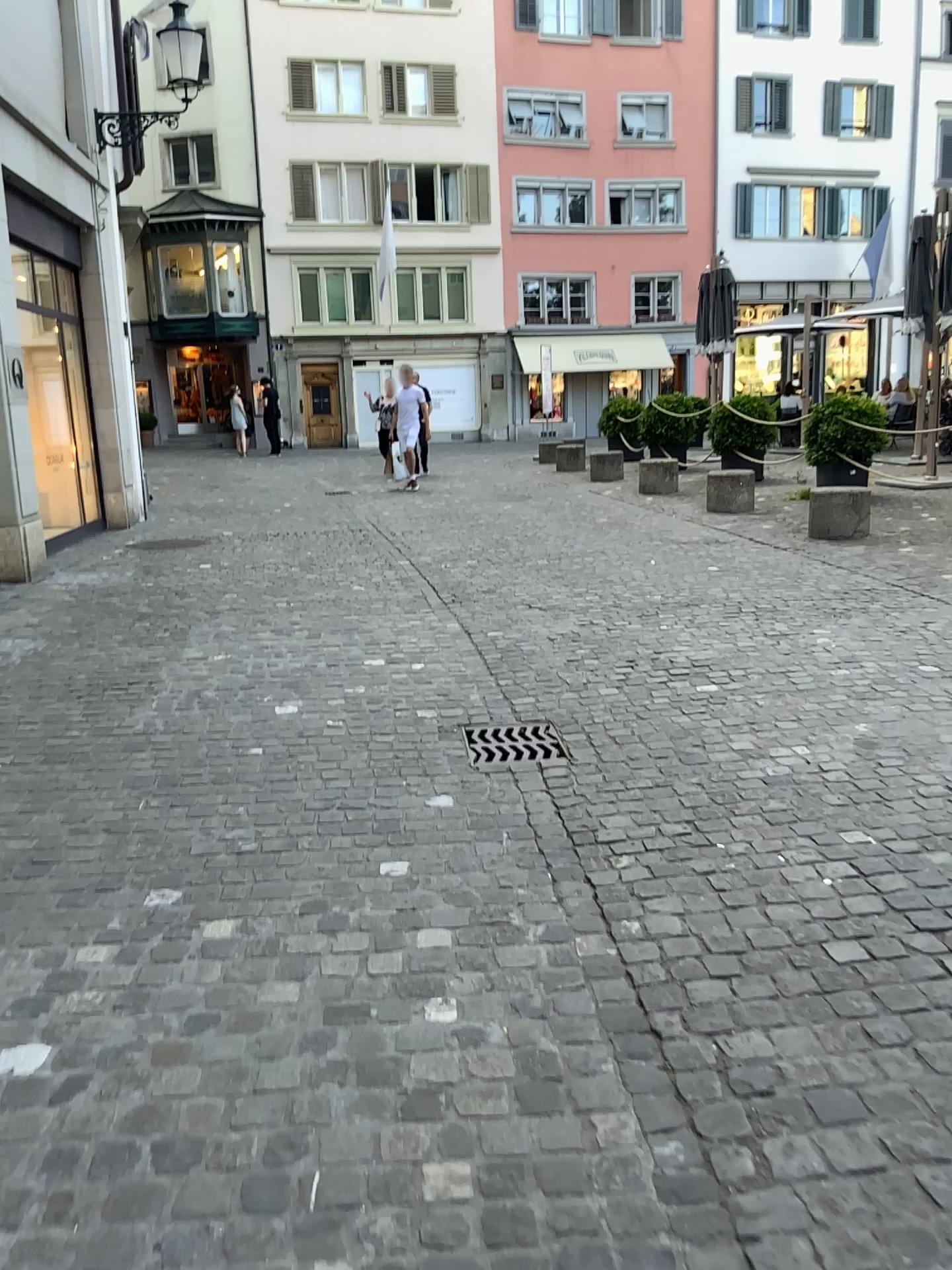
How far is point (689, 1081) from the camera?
2.0 meters
